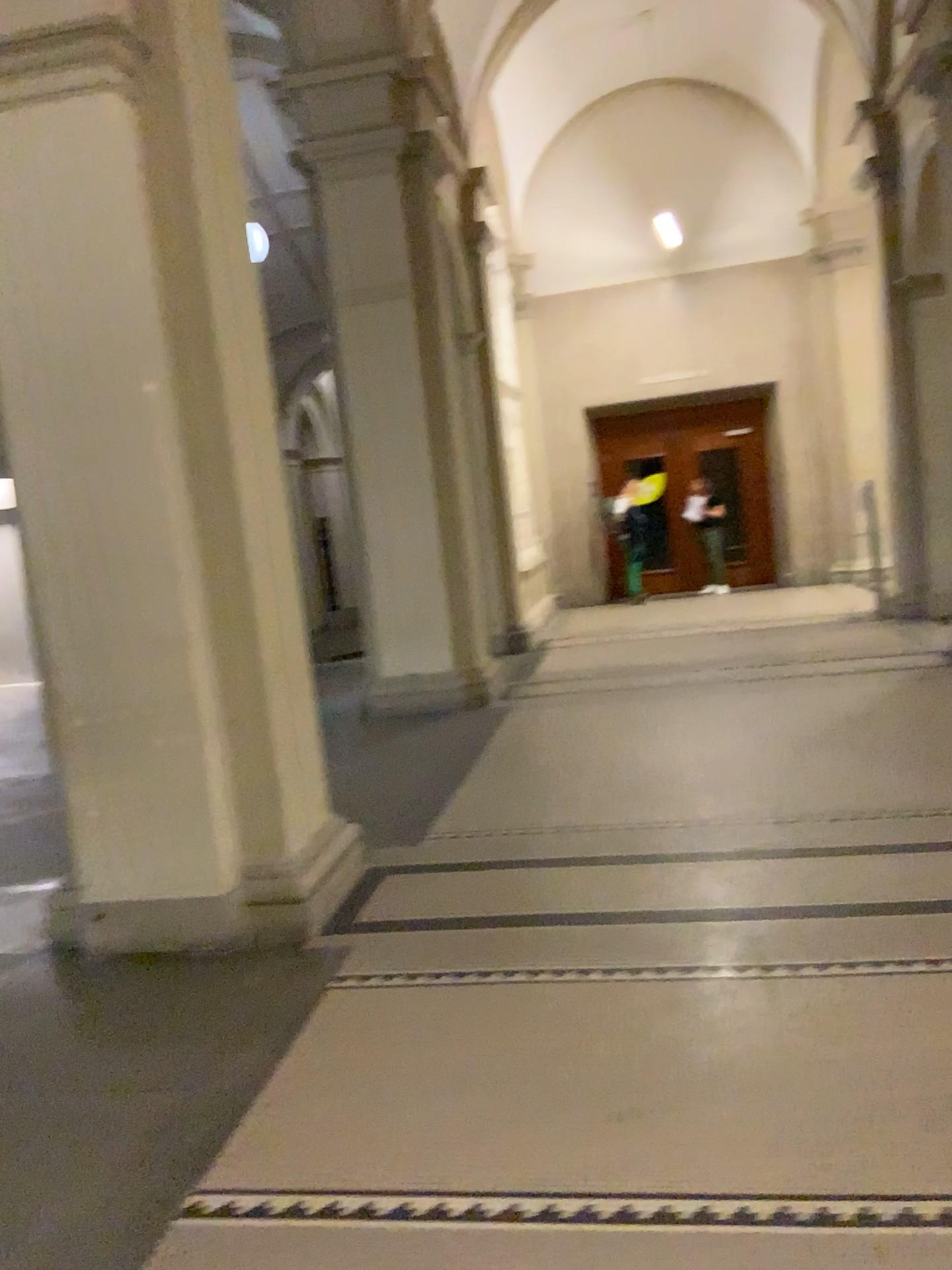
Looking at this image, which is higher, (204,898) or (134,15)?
(134,15)

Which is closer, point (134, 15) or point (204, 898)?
point (134, 15)

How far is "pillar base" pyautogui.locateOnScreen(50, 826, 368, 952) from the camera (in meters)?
3.90

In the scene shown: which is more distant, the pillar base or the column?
the pillar base

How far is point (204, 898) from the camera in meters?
3.9 m

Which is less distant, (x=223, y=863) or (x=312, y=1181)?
(x=312, y=1181)
